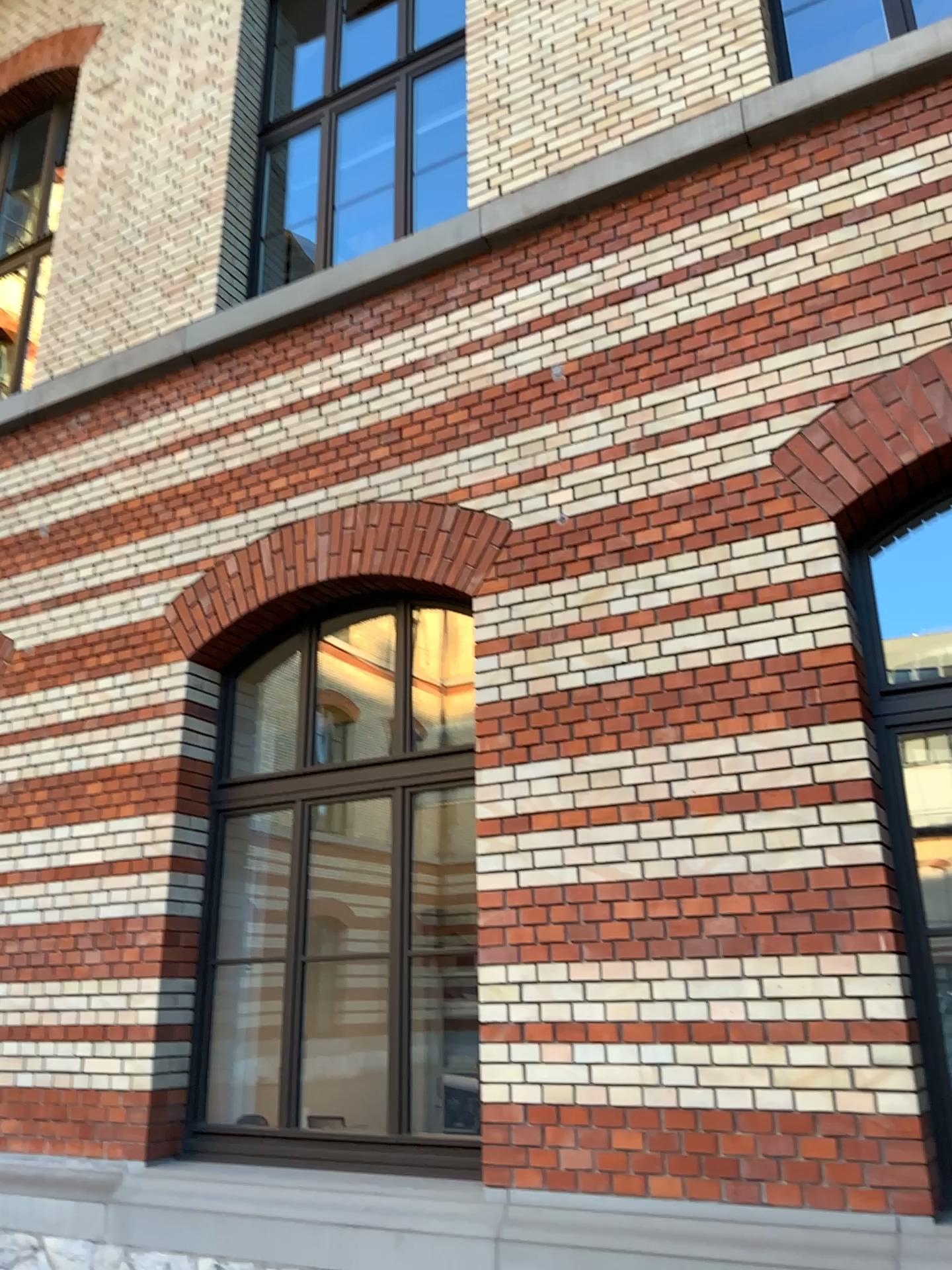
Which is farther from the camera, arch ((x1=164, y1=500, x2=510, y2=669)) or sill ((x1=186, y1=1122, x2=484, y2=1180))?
arch ((x1=164, y1=500, x2=510, y2=669))

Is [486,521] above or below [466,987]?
above

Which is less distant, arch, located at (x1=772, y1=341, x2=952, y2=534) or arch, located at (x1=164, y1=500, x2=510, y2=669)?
arch, located at (x1=772, y1=341, x2=952, y2=534)

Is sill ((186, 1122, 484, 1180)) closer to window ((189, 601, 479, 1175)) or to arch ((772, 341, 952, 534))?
window ((189, 601, 479, 1175))

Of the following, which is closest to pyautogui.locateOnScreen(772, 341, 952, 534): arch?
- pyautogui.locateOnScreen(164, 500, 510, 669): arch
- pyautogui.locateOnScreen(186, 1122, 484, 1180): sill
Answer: pyautogui.locateOnScreen(164, 500, 510, 669): arch

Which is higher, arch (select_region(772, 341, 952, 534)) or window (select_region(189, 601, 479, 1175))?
arch (select_region(772, 341, 952, 534))

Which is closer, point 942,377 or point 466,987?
point 942,377

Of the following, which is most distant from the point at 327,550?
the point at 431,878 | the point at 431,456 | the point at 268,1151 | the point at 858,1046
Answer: the point at 858,1046

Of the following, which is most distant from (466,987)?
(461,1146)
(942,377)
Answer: (942,377)

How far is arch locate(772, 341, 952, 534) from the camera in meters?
3.9
